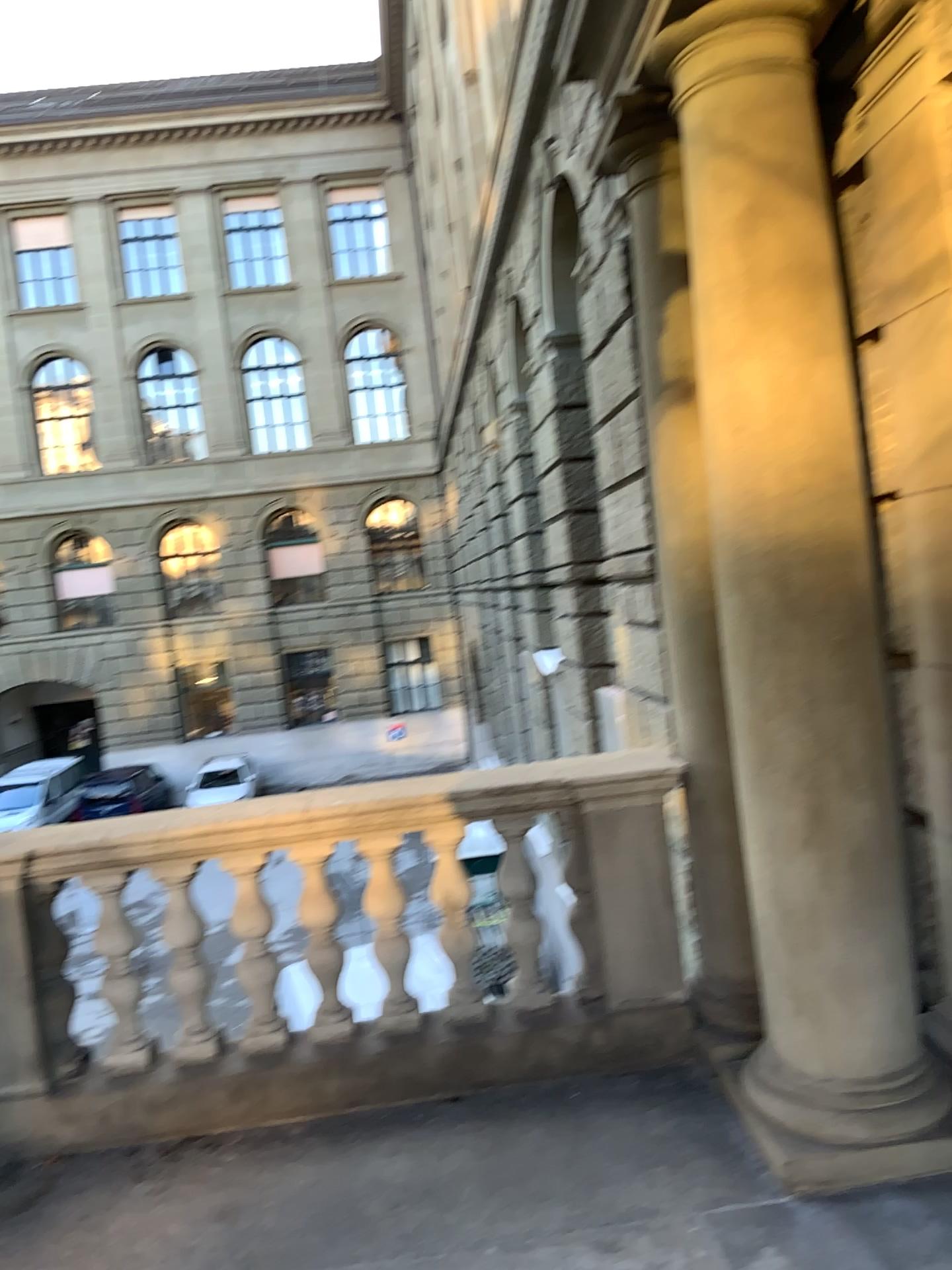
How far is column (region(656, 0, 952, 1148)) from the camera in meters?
2.8 m

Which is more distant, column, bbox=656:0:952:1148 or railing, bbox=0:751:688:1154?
railing, bbox=0:751:688:1154

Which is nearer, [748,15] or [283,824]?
[748,15]

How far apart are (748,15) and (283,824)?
2.70m

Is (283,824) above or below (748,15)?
below

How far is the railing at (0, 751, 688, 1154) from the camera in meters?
3.4

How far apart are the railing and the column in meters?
0.6

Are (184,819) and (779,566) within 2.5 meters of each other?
yes
